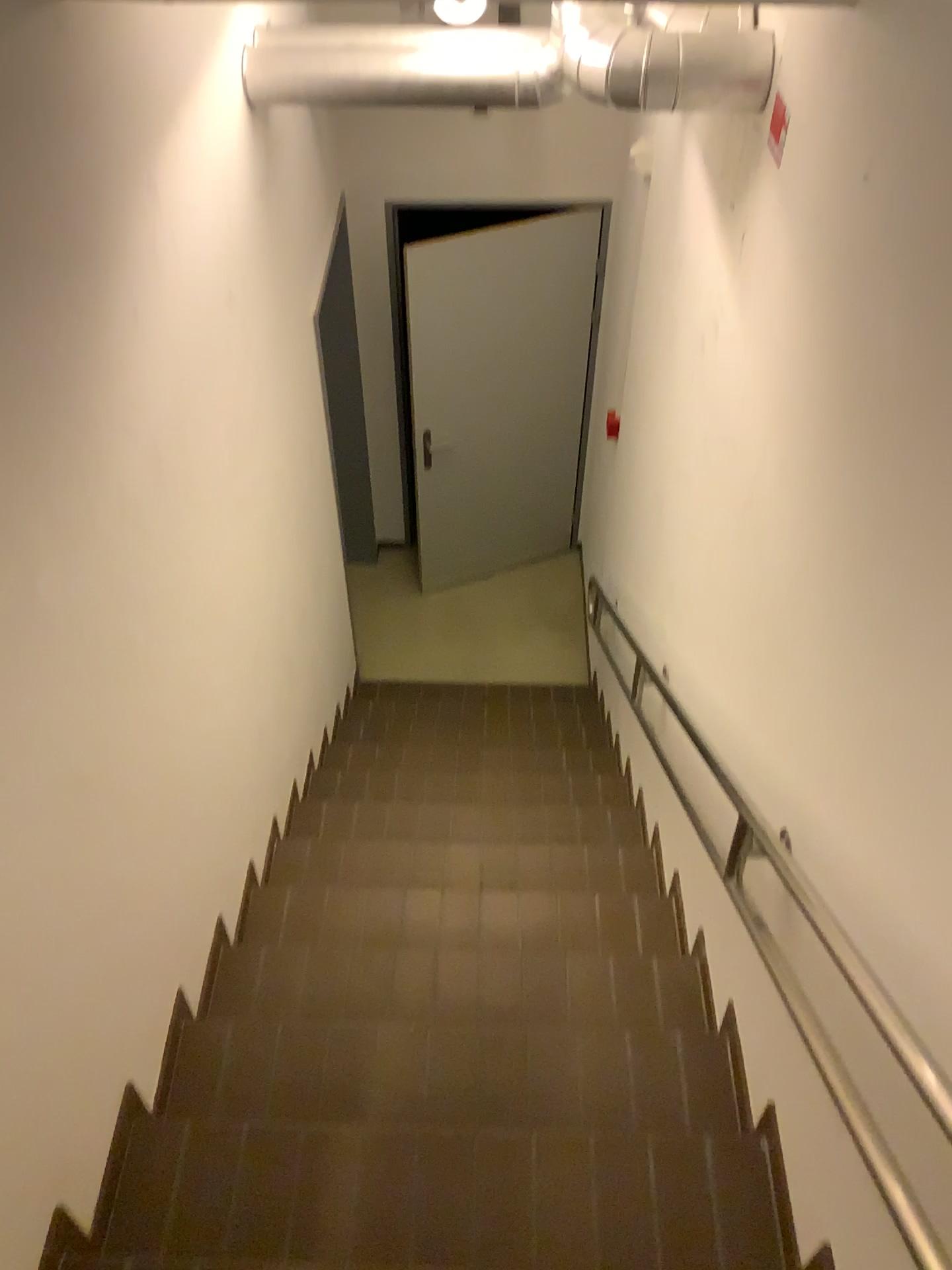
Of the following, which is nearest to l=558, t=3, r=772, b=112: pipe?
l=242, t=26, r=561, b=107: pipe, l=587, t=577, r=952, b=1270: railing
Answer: l=242, t=26, r=561, b=107: pipe

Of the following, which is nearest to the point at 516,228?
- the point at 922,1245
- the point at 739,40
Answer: the point at 739,40

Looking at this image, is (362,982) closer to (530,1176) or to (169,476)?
(530,1176)

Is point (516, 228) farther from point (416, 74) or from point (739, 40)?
point (739, 40)

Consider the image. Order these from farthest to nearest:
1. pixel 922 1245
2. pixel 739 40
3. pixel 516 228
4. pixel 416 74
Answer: pixel 516 228 → pixel 416 74 → pixel 739 40 → pixel 922 1245

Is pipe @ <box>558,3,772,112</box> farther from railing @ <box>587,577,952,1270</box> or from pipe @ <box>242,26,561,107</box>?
railing @ <box>587,577,952,1270</box>

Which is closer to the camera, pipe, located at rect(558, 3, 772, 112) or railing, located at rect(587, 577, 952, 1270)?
railing, located at rect(587, 577, 952, 1270)

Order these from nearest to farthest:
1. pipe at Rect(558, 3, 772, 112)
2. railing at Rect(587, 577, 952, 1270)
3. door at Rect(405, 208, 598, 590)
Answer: railing at Rect(587, 577, 952, 1270) → pipe at Rect(558, 3, 772, 112) → door at Rect(405, 208, 598, 590)

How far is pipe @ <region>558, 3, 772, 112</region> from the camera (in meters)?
2.03

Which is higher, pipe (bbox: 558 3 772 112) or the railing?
pipe (bbox: 558 3 772 112)
